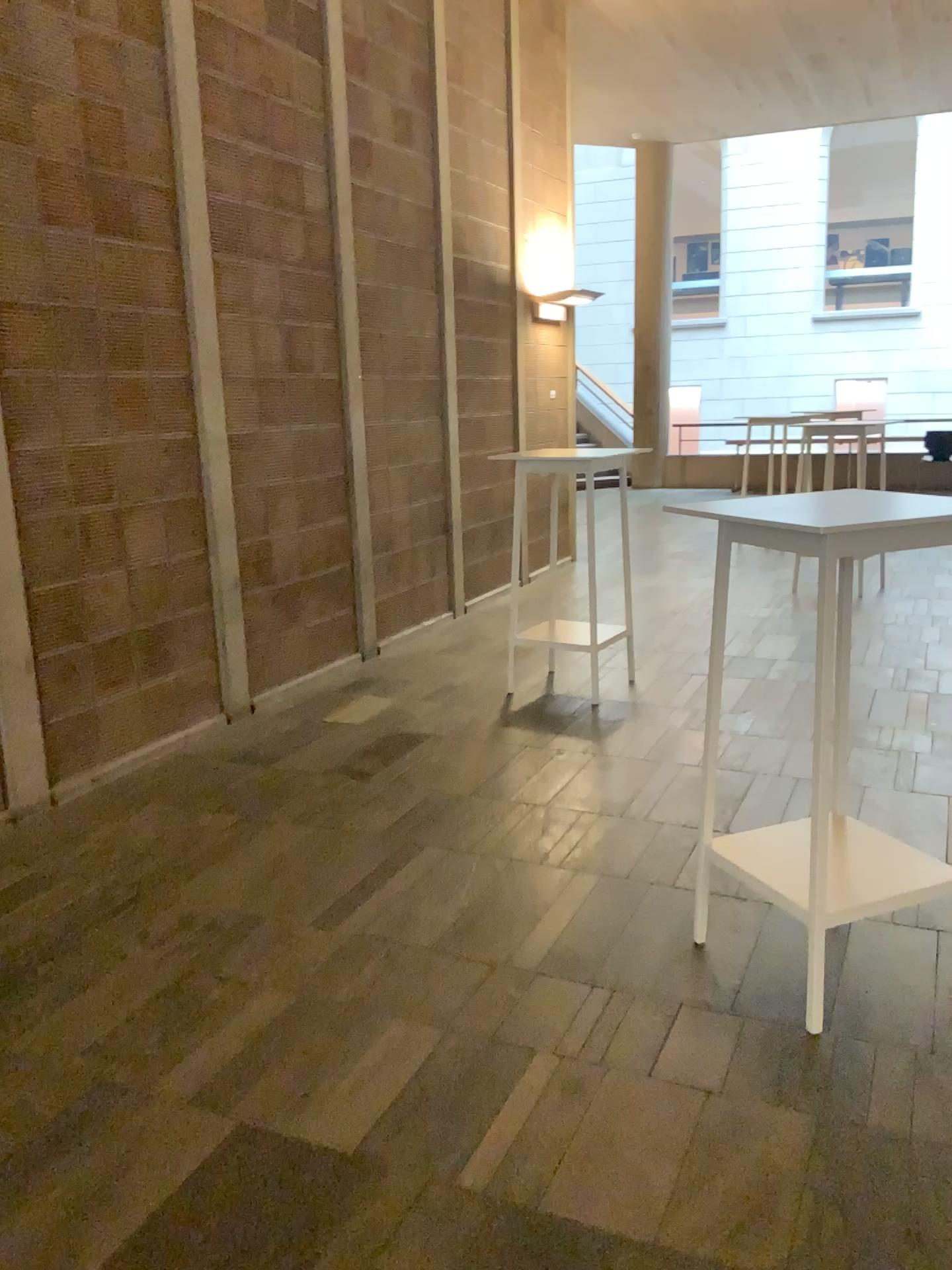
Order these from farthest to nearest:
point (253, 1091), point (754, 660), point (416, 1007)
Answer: point (754, 660) → point (416, 1007) → point (253, 1091)

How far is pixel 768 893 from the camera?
2.5 meters

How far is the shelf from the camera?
2.5m
